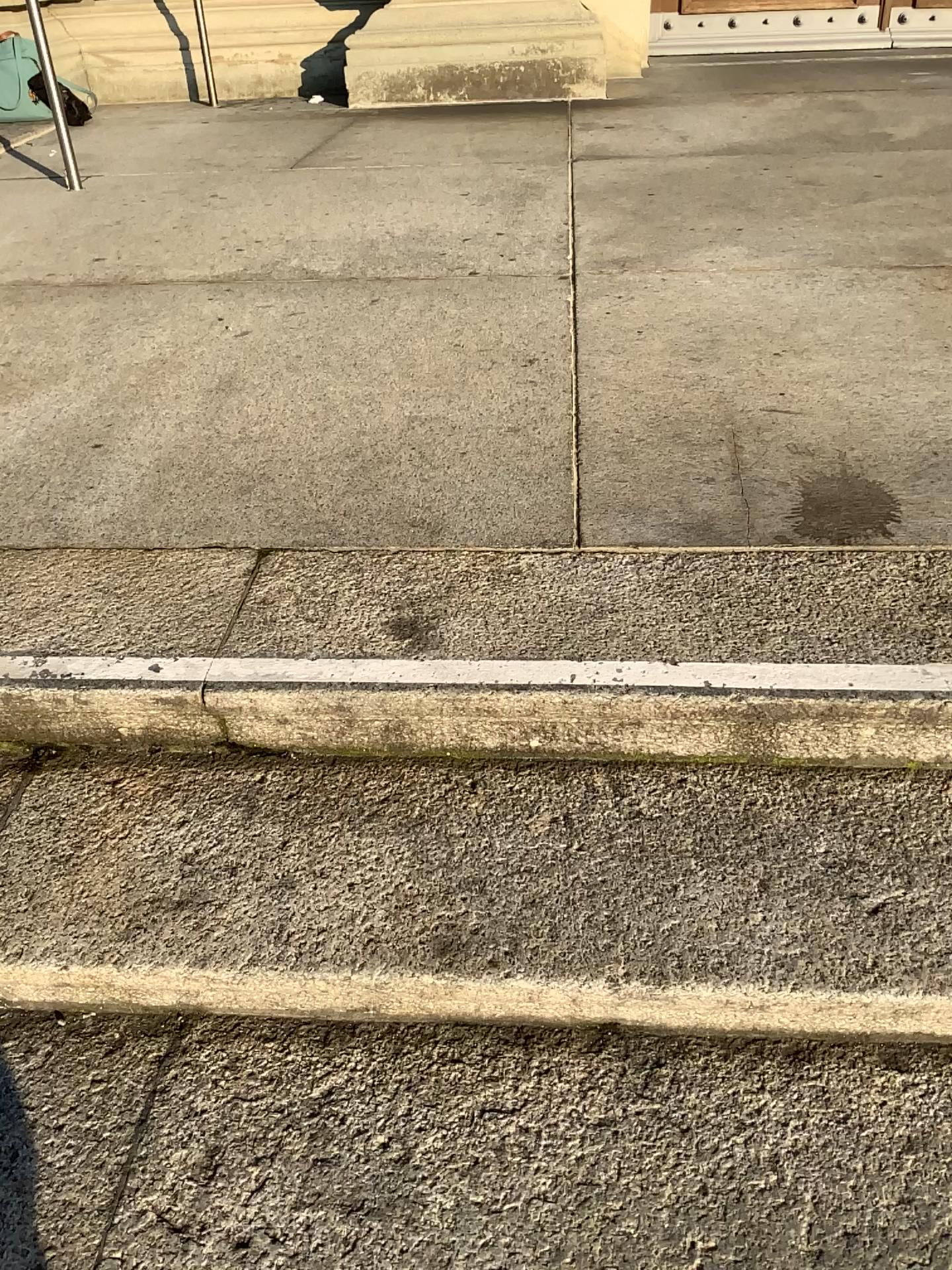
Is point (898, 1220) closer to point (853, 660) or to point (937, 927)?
point (937, 927)

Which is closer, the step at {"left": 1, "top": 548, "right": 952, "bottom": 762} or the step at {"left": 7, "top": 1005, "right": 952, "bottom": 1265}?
the step at {"left": 7, "top": 1005, "right": 952, "bottom": 1265}

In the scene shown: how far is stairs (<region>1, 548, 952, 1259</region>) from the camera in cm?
105

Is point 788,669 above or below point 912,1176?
above

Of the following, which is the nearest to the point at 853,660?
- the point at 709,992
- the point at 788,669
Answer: the point at 788,669

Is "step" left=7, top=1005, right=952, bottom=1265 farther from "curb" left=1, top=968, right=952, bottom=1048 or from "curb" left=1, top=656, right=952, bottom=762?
"curb" left=1, top=656, right=952, bottom=762

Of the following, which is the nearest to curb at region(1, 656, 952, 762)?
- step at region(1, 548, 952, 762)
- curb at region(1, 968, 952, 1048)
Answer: step at region(1, 548, 952, 762)

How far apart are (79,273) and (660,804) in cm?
233

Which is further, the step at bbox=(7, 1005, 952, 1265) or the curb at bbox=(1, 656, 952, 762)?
the curb at bbox=(1, 656, 952, 762)

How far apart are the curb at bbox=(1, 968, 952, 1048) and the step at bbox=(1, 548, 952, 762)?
0.3m
